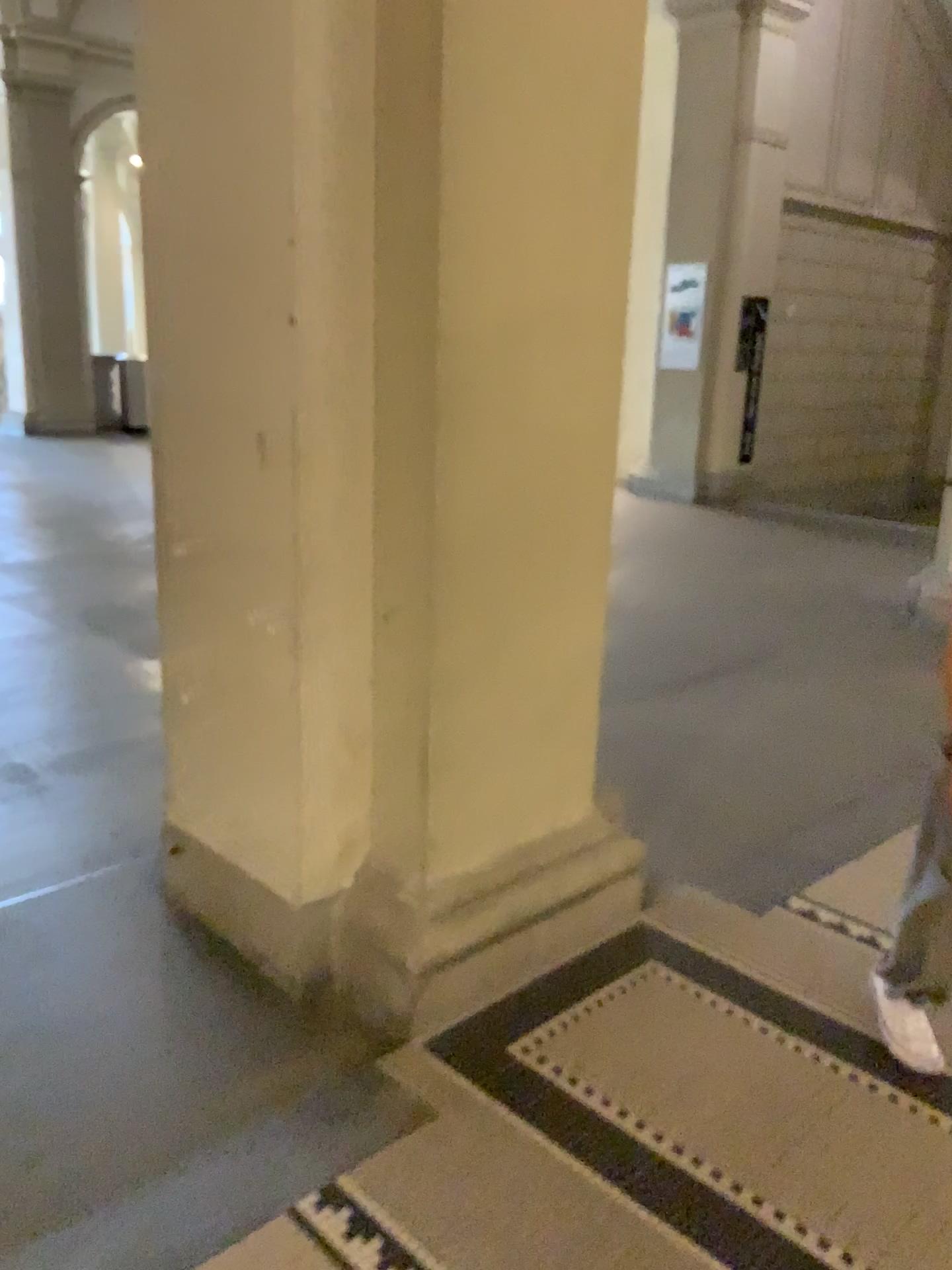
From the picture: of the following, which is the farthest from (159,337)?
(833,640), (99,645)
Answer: (833,640)

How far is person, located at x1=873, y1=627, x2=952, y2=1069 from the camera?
1.90m

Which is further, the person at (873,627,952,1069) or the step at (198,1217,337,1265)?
the person at (873,627,952,1069)

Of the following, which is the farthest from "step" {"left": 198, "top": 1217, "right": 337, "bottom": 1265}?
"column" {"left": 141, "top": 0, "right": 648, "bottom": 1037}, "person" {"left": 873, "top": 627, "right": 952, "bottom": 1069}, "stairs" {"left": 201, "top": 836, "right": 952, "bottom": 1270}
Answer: "person" {"left": 873, "top": 627, "right": 952, "bottom": 1069}

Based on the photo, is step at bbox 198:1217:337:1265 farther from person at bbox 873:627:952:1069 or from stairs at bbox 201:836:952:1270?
person at bbox 873:627:952:1069

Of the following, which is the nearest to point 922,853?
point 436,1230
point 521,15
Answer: point 436,1230

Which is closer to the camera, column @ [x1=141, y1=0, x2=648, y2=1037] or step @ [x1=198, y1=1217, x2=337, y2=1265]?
step @ [x1=198, y1=1217, x2=337, y2=1265]

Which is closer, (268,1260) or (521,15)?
(268,1260)

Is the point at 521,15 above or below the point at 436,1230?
above

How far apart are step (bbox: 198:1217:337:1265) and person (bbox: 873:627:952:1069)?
1.2m
